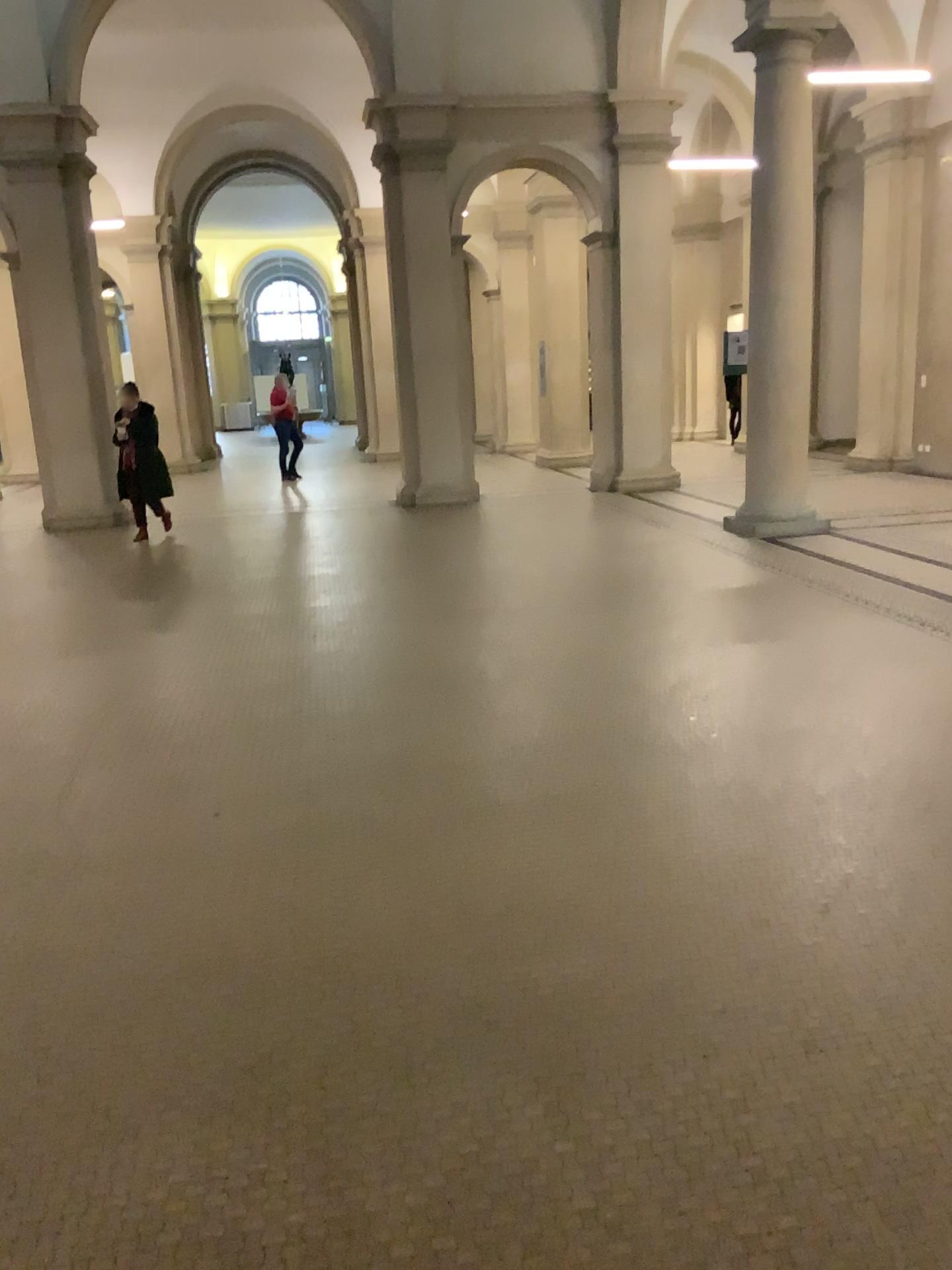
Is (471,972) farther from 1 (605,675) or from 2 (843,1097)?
1 (605,675)
